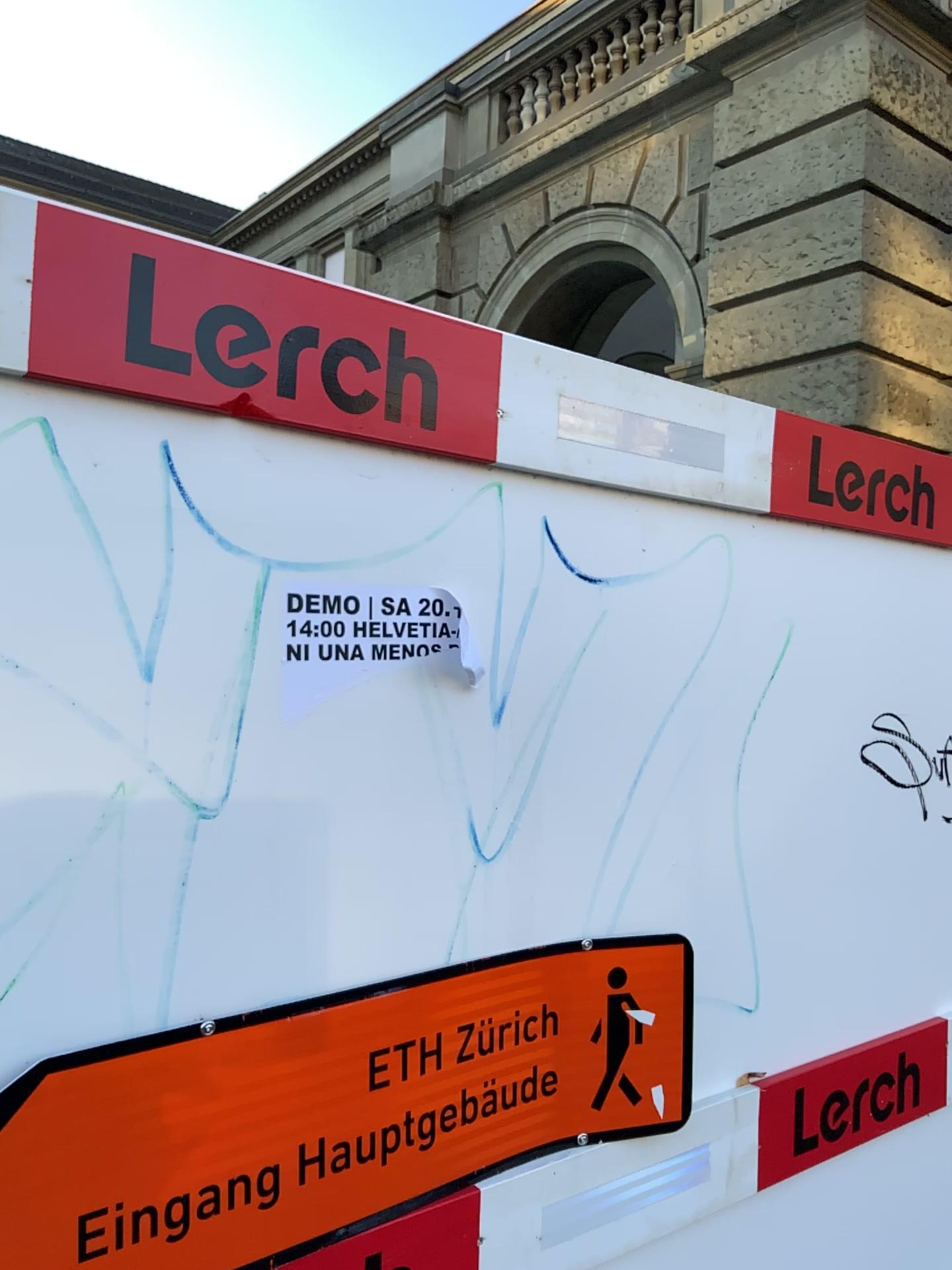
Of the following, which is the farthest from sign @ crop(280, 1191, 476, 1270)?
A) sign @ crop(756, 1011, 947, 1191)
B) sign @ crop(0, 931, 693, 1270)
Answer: sign @ crop(756, 1011, 947, 1191)

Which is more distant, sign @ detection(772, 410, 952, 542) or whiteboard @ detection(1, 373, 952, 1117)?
sign @ detection(772, 410, 952, 542)

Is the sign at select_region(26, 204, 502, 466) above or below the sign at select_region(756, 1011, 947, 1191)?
above

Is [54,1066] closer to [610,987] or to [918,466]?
[610,987]

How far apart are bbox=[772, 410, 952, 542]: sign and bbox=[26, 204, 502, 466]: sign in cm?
57

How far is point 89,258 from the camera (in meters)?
0.91

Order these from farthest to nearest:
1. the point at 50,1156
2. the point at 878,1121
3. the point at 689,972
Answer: the point at 878,1121, the point at 689,972, the point at 50,1156

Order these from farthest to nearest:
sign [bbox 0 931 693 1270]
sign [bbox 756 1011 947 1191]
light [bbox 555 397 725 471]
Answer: sign [bbox 756 1011 947 1191] → light [bbox 555 397 725 471] → sign [bbox 0 931 693 1270]

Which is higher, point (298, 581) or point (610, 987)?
point (298, 581)

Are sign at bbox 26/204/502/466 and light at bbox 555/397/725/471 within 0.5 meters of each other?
yes
